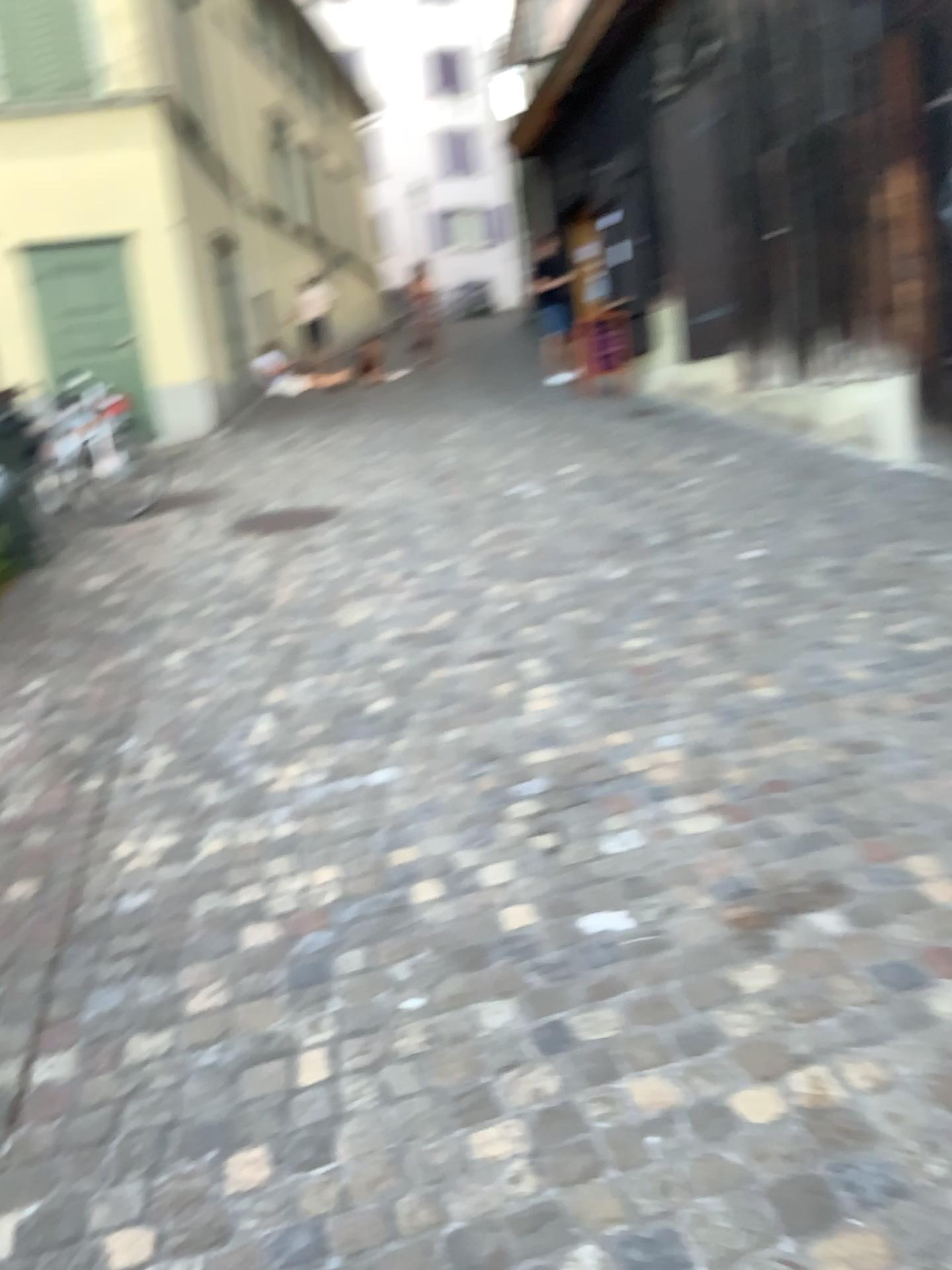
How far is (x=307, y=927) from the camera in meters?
2.4 m
